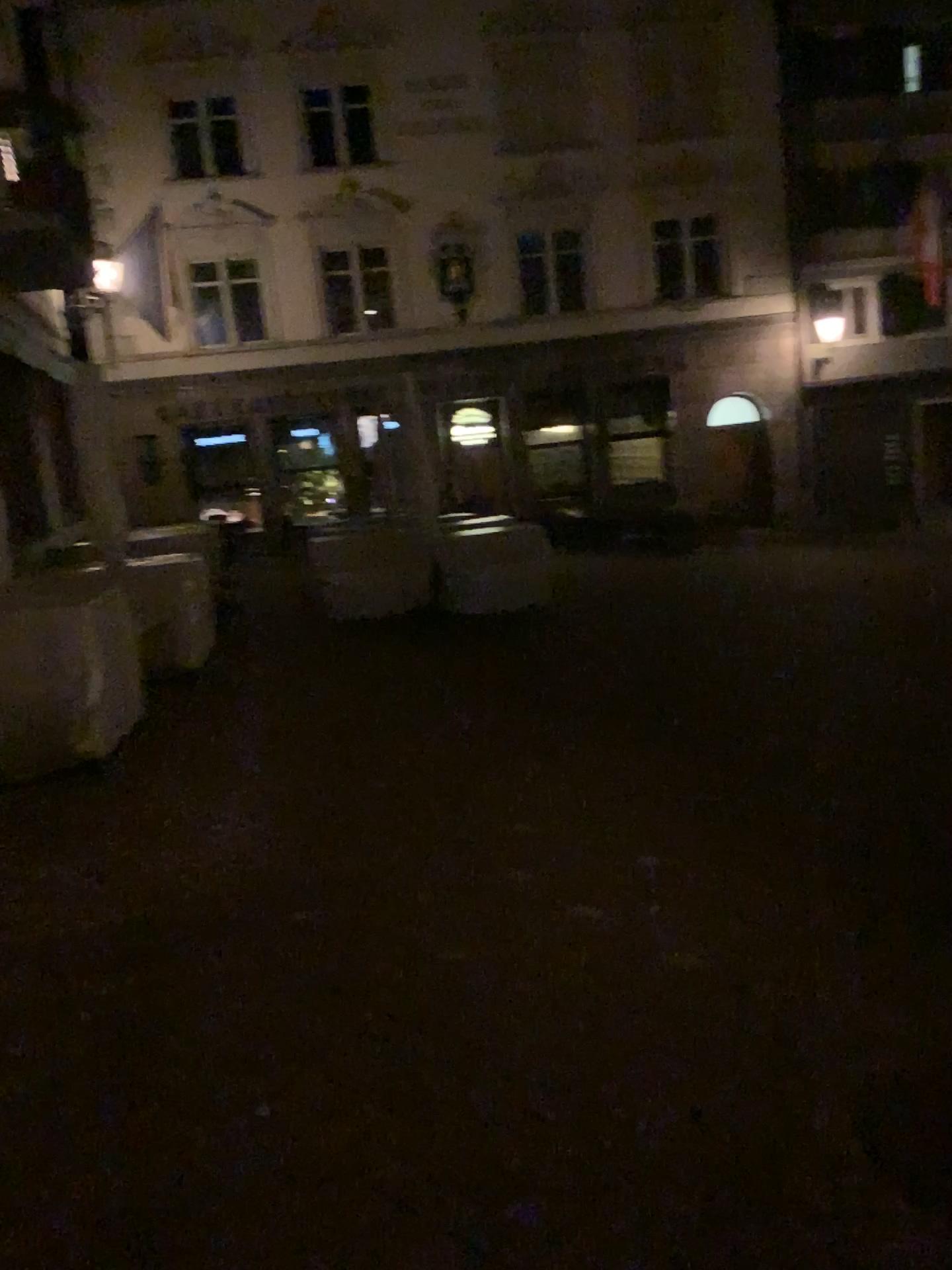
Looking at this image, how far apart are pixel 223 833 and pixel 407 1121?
2.20m
